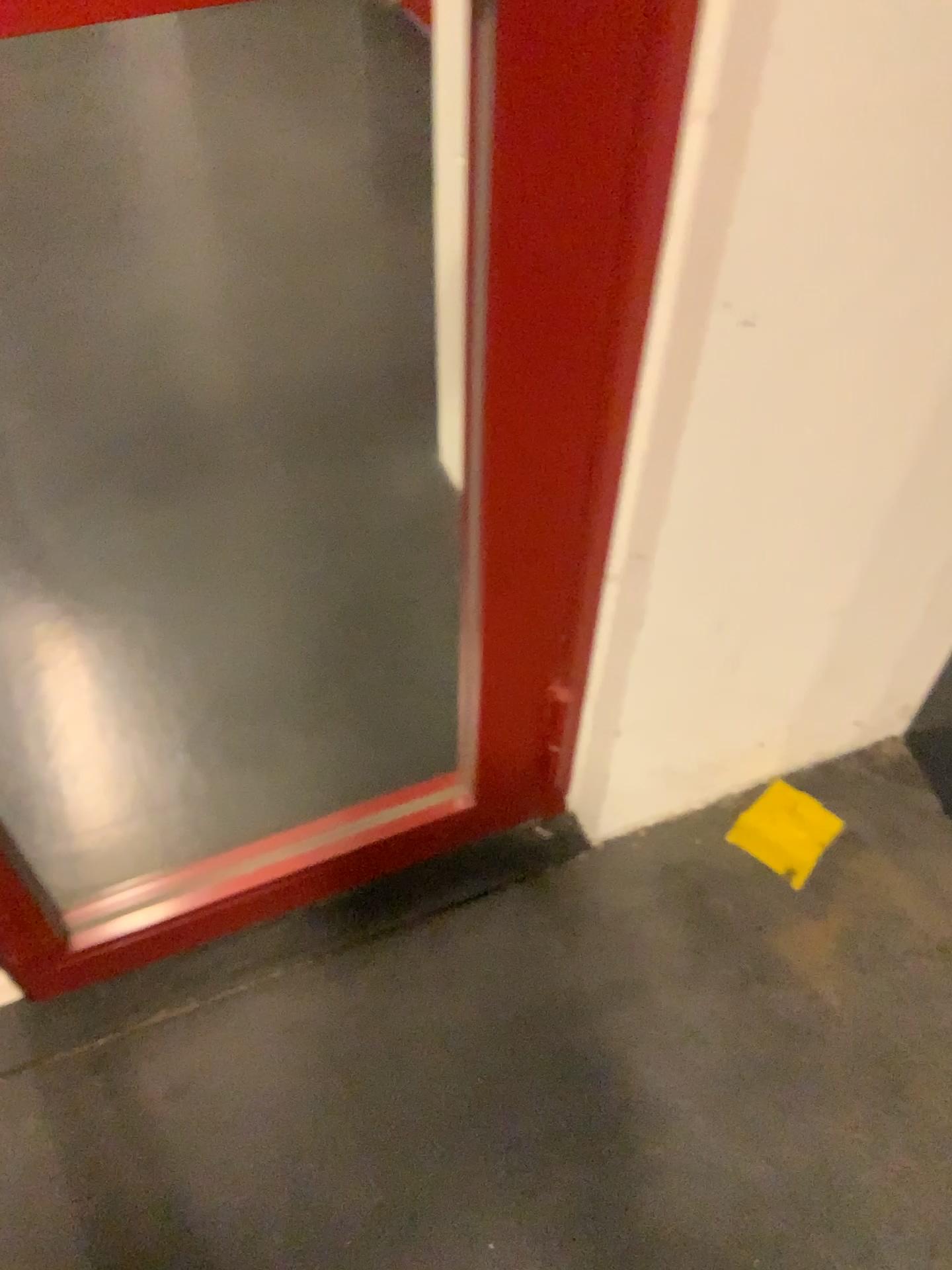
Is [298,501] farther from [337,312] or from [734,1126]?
[734,1126]
